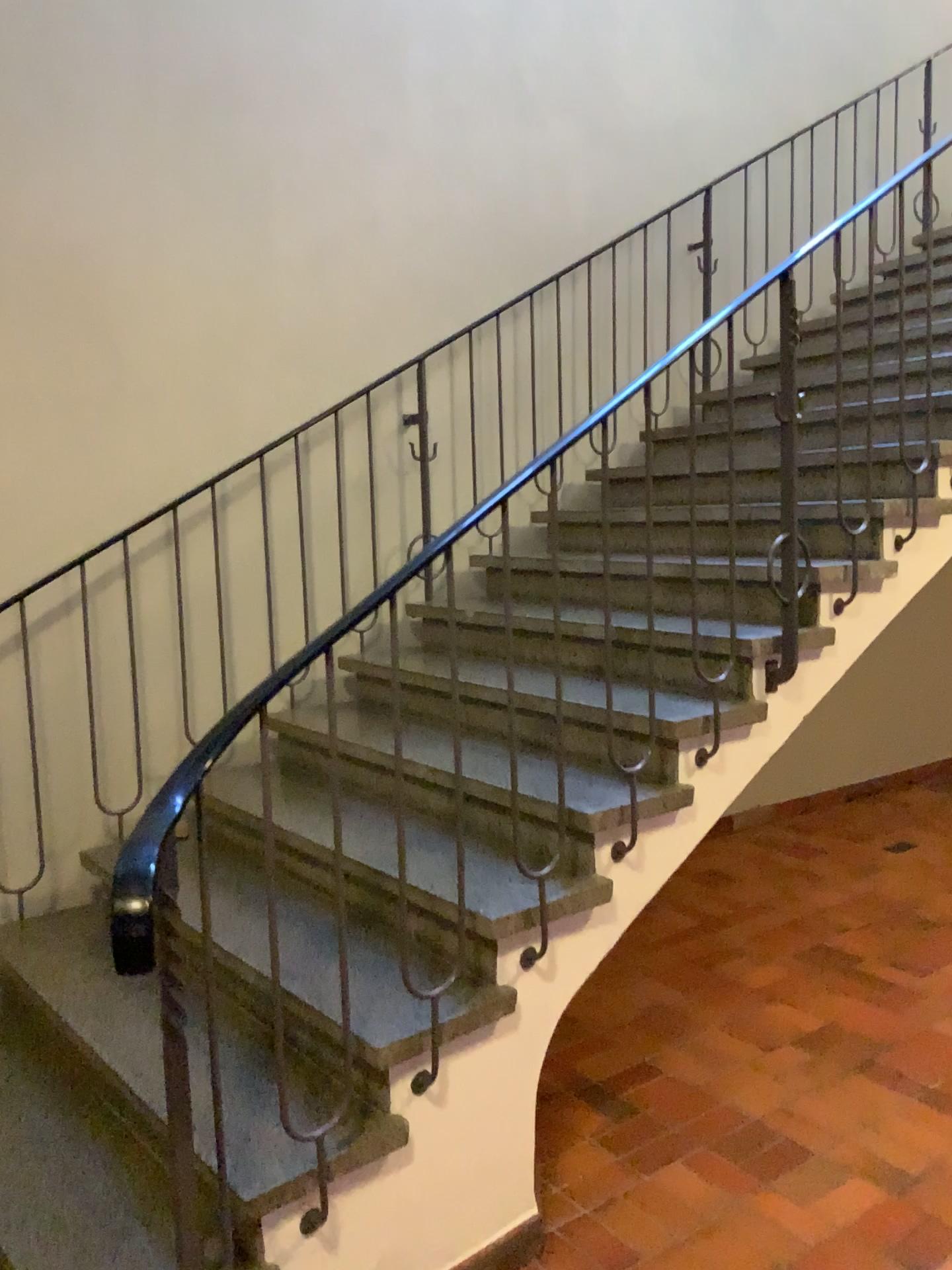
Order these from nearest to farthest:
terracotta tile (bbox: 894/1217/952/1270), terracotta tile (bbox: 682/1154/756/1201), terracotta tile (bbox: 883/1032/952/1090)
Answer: terracotta tile (bbox: 894/1217/952/1270) → terracotta tile (bbox: 682/1154/756/1201) → terracotta tile (bbox: 883/1032/952/1090)

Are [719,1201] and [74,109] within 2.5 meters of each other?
no

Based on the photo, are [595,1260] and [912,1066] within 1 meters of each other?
no

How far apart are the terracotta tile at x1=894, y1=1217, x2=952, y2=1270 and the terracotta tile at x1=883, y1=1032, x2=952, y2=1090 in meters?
0.7 m

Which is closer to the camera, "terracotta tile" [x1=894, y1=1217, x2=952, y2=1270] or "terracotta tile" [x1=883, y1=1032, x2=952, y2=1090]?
"terracotta tile" [x1=894, y1=1217, x2=952, y2=1270]

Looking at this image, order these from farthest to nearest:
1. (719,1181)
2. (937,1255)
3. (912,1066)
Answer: (912,1066) < (719,1181) < (937,1255)

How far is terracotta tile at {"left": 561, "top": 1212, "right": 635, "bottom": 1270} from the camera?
2.34m

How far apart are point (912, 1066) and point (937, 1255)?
0.8m

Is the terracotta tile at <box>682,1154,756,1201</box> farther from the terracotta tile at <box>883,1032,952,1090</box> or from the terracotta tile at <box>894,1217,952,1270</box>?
the terracotta tile at <box>883,1032,952,1090</box>

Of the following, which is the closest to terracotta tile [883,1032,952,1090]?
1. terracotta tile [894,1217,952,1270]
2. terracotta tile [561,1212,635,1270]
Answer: terracotta tile [894,1217,952,1270]
